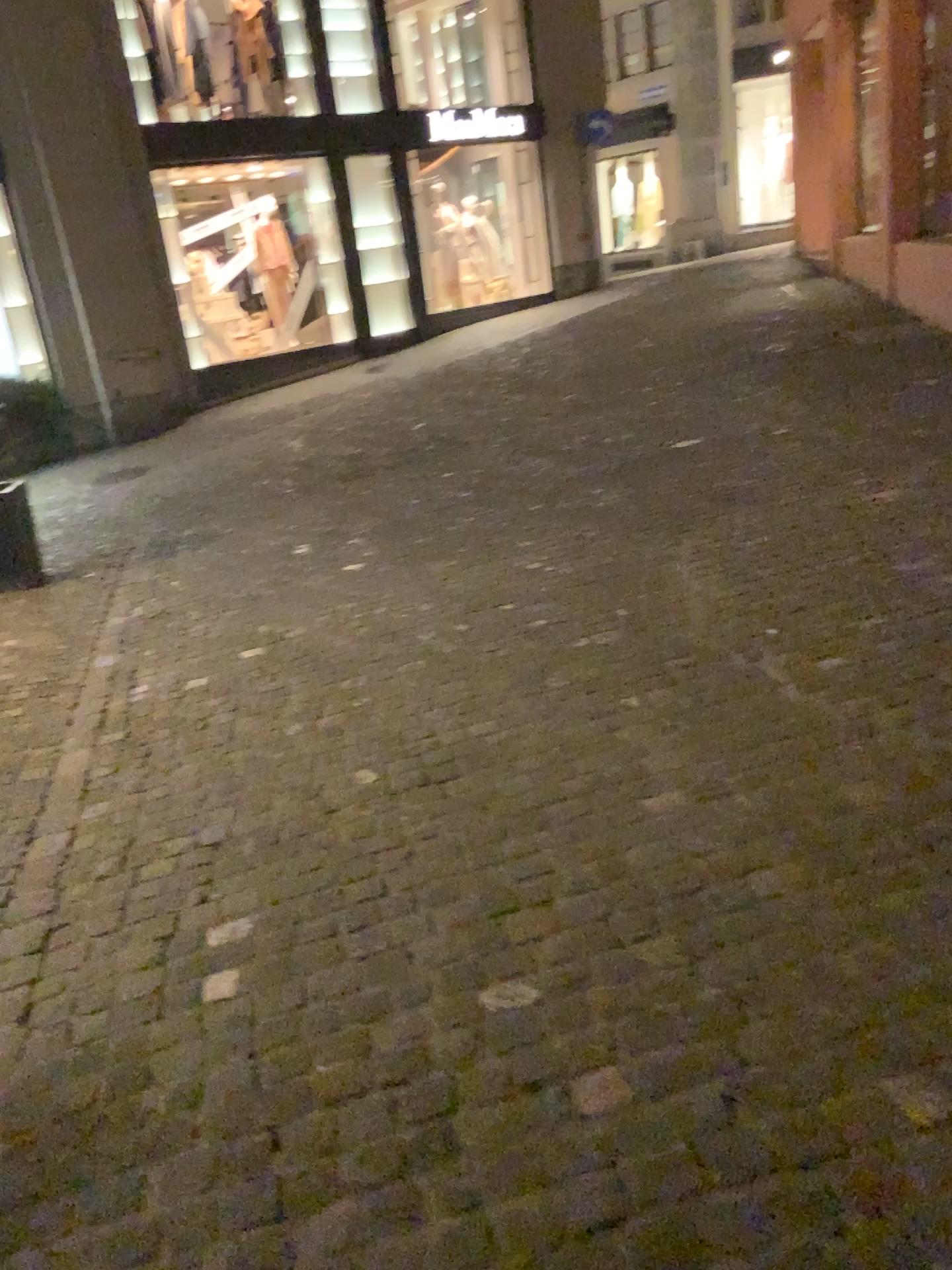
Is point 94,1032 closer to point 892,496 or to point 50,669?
point 50,669
